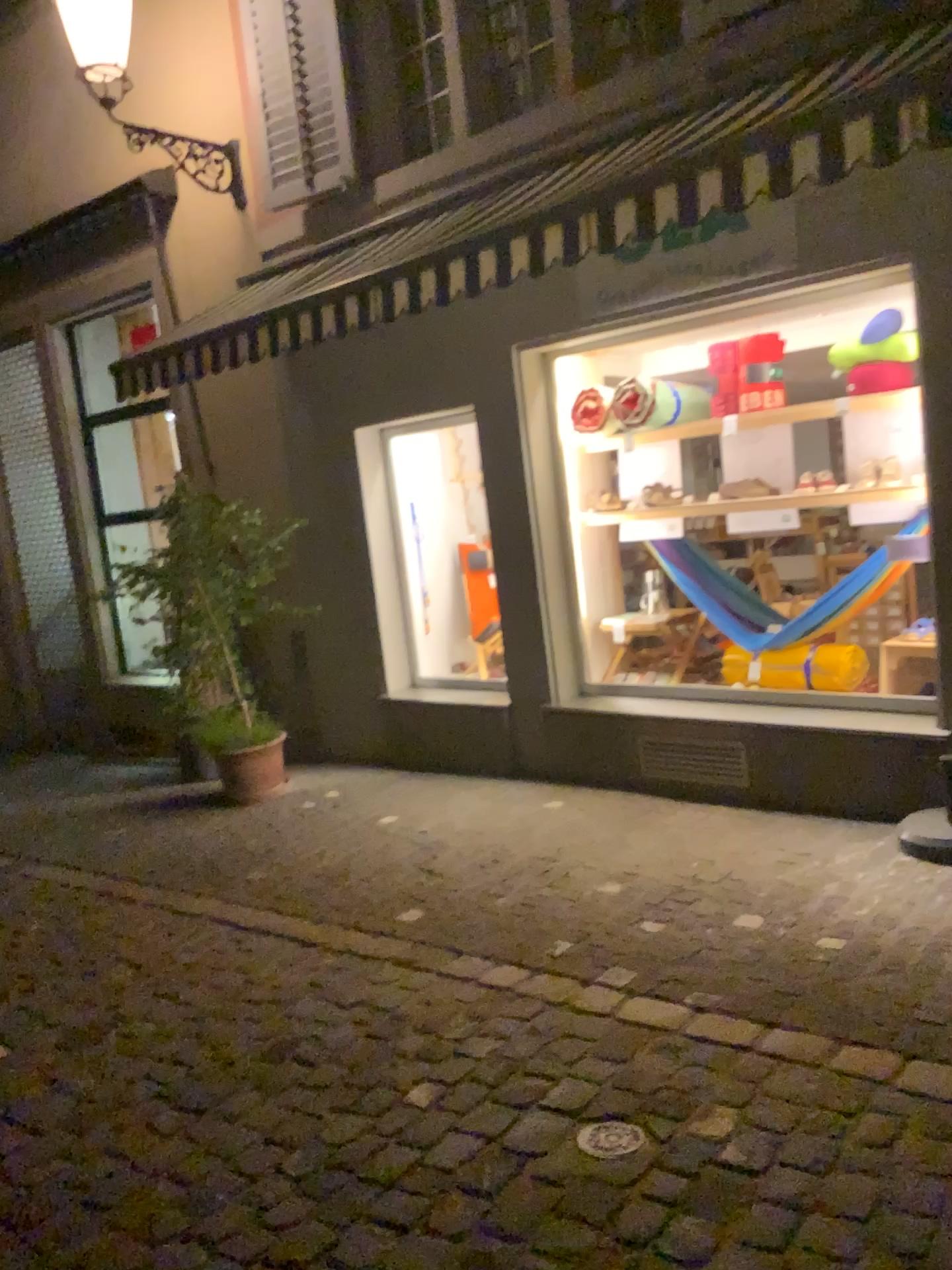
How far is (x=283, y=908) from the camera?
4.6m

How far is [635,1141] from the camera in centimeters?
266cm

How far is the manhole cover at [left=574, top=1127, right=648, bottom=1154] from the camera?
2.66m
